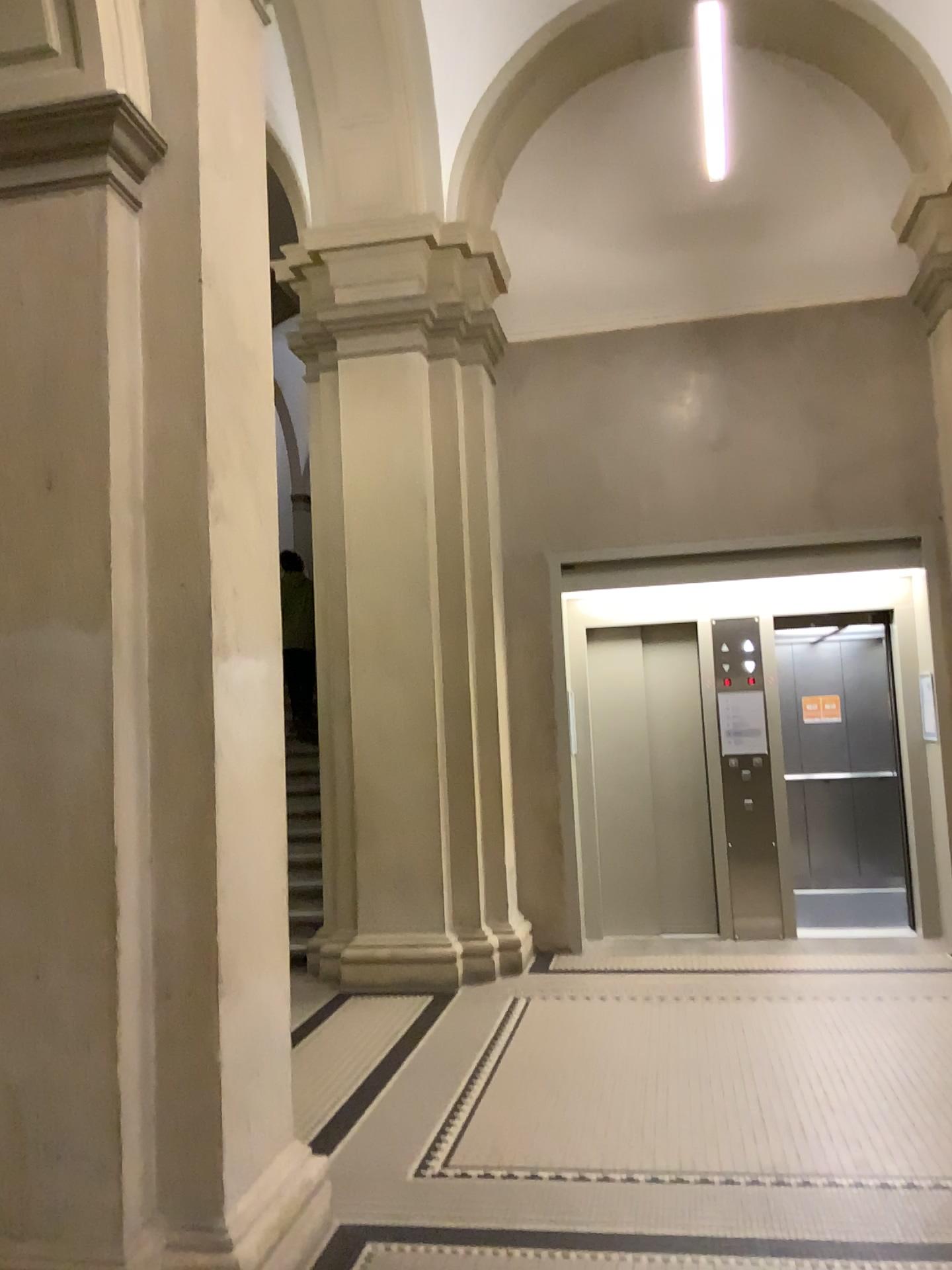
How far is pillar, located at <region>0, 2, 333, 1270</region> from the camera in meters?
2.6

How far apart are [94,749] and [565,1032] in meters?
3.1 m

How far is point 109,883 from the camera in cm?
265
